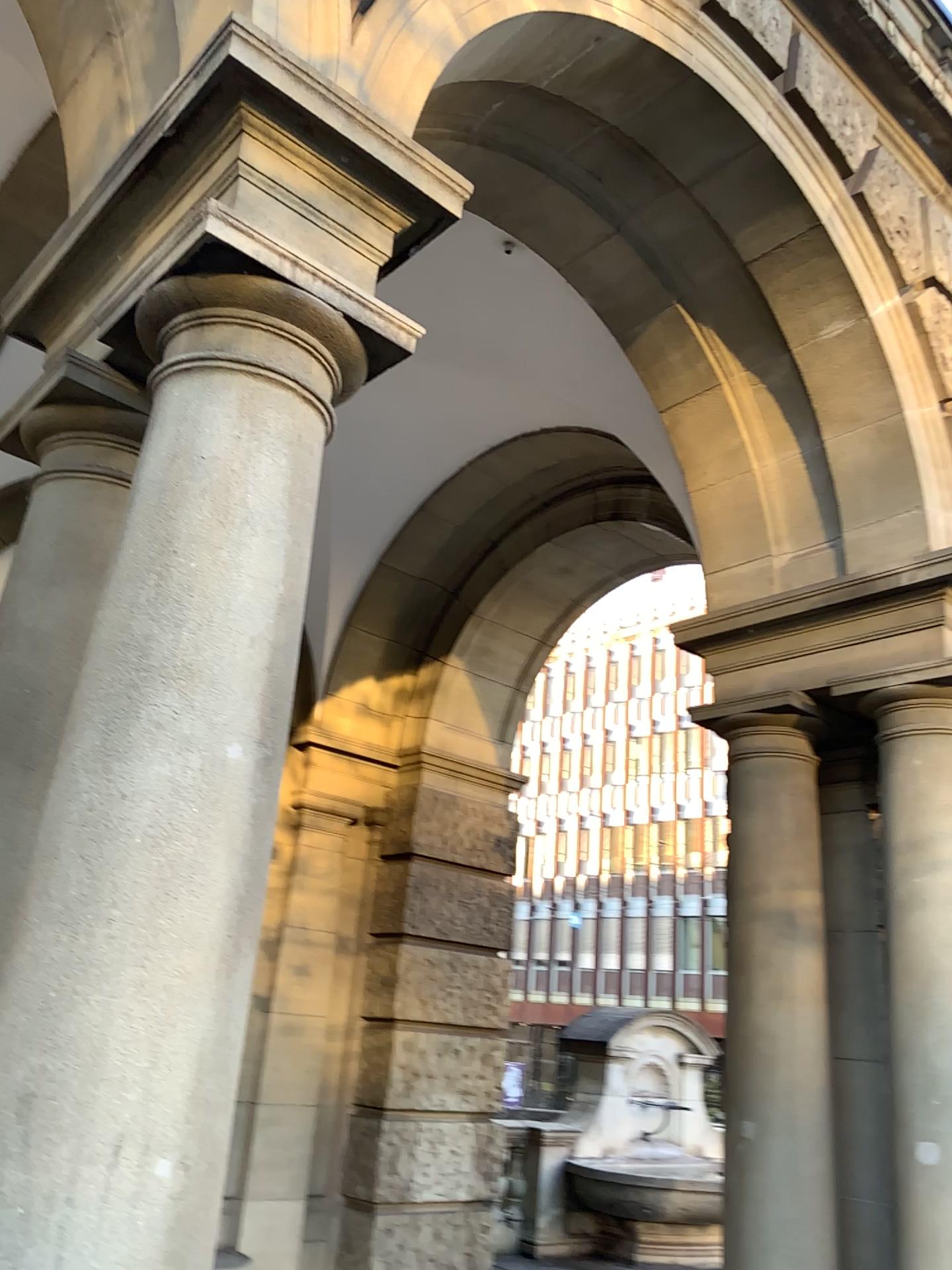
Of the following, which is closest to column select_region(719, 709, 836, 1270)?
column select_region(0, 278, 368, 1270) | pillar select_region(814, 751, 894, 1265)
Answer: pillar select_region(814, 751, 894, 1265)

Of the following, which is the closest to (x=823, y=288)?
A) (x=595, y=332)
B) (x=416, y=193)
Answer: (x=595, y=332)

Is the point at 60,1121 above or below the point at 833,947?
below

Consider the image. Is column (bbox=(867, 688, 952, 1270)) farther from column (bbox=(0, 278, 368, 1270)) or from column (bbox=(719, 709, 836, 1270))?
column (bbox=(0, 278, 368, 1270))

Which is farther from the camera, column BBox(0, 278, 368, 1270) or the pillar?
the pillar

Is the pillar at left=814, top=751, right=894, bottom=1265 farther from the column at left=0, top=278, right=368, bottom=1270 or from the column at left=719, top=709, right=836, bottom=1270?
the column at left=0, top=278, right=368, bottom=1270

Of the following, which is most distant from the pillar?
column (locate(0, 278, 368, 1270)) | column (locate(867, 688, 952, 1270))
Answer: column (locate(0, 278, 368, 1270))

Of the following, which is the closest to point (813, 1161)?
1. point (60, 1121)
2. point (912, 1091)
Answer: point (912, 1091)

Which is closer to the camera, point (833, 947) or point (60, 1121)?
point (60, 1121)

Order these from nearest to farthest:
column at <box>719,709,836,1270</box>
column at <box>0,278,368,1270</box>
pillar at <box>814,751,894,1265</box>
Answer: column at <box>0,278,368,1270</box>
column at <box>719,709,836,1270</box>
pillar at <box>814,751,894,1265</box>
